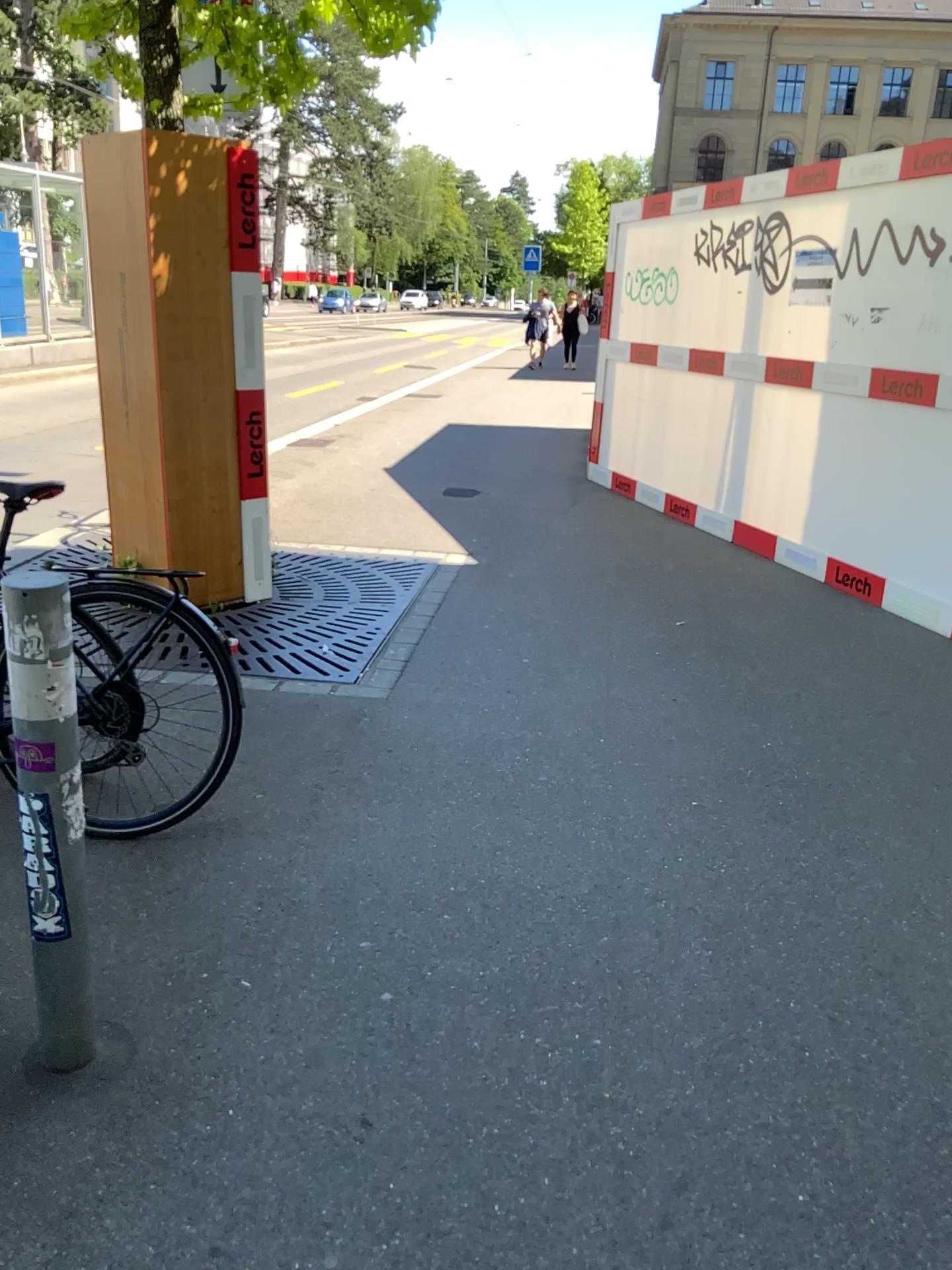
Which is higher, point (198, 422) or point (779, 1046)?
point (198, 422)
